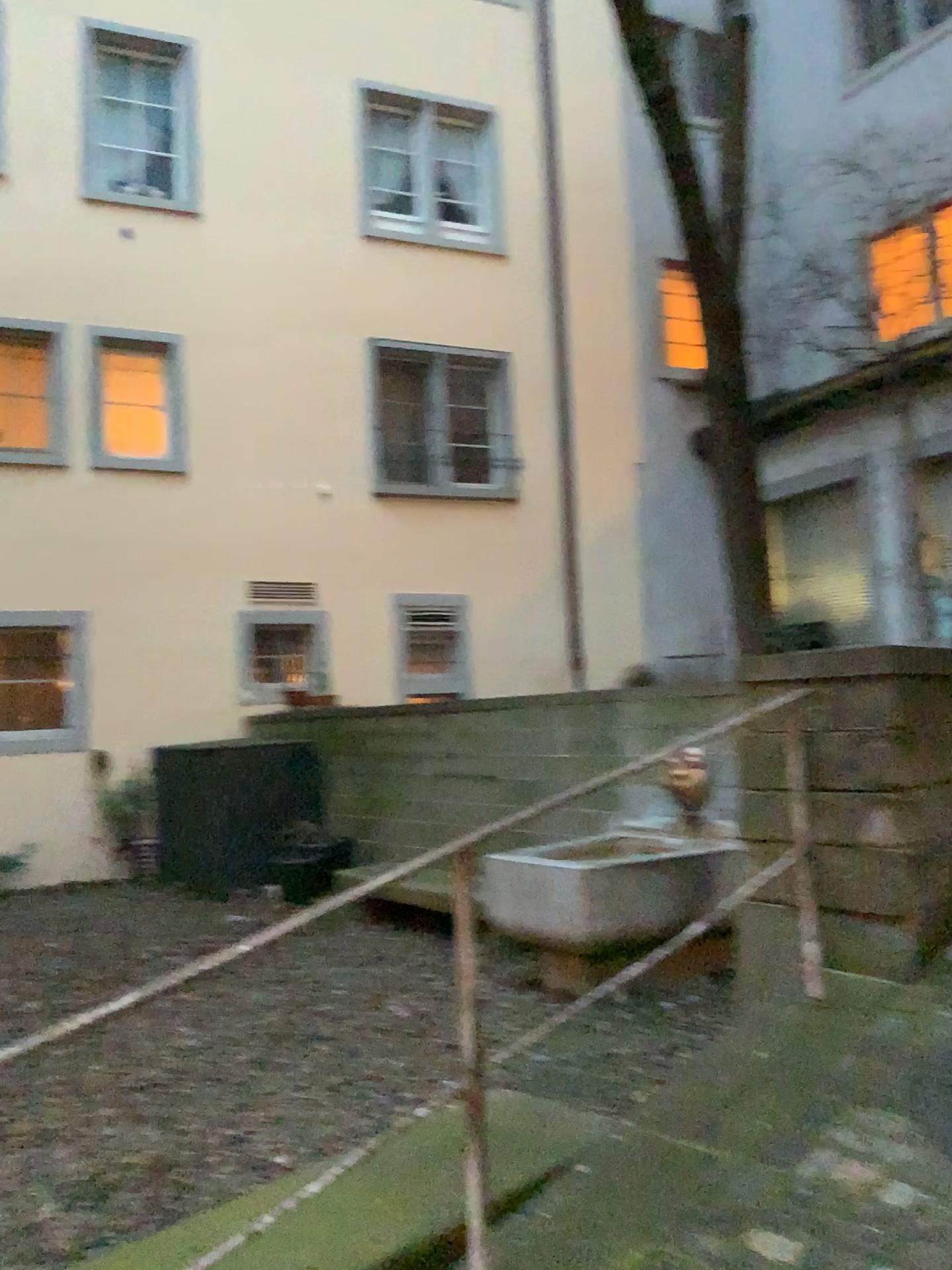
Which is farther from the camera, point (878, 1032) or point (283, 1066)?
point (283, 1066)
